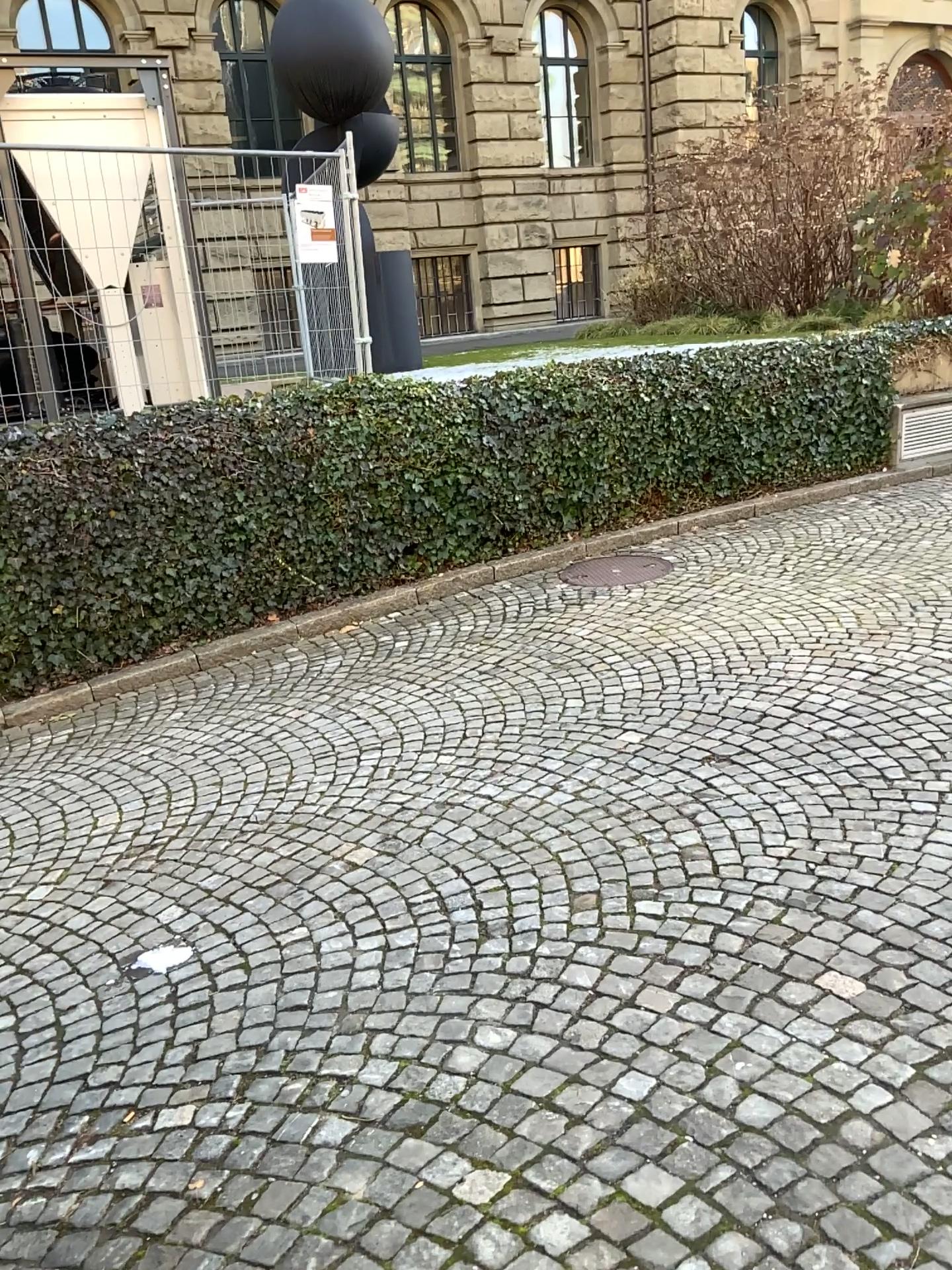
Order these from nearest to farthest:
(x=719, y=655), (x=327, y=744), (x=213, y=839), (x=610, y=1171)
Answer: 1. (x=610, y=1171)
2. (x=213, y=839)
3. (x=327, y=744)
4. (x=719, y=655)
